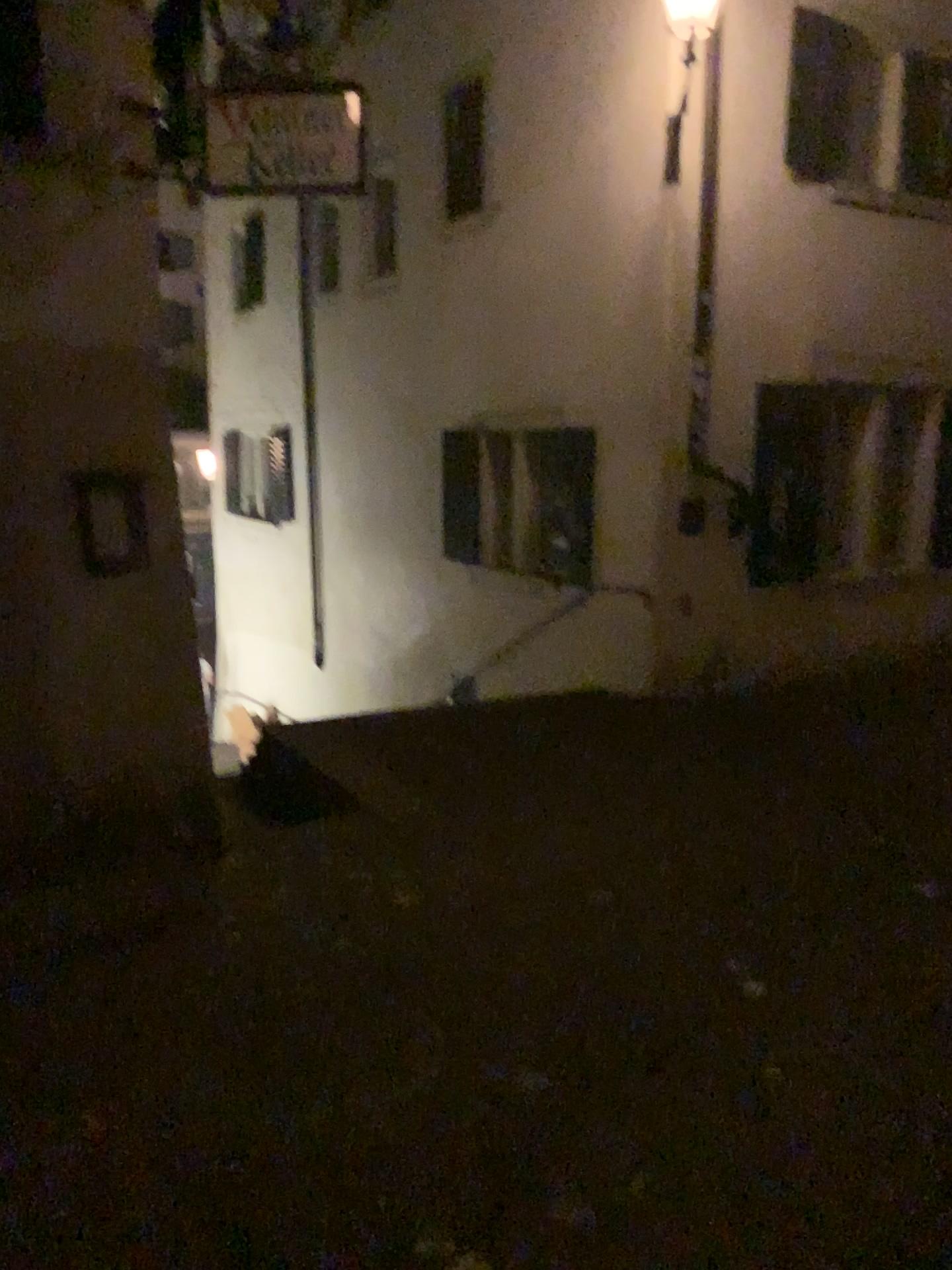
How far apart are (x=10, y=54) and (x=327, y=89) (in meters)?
1.26

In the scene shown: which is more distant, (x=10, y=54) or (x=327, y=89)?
(x=327, y=89)

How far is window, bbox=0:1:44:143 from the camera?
3.8 meters

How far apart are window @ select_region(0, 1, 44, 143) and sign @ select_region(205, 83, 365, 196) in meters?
0.9 m

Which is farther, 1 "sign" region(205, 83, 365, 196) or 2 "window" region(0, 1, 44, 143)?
1 "sign" region(205, 83, 365, 196)

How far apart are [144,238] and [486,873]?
3.24m

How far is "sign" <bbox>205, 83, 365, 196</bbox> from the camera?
4.5m

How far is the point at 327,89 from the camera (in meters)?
4.47
